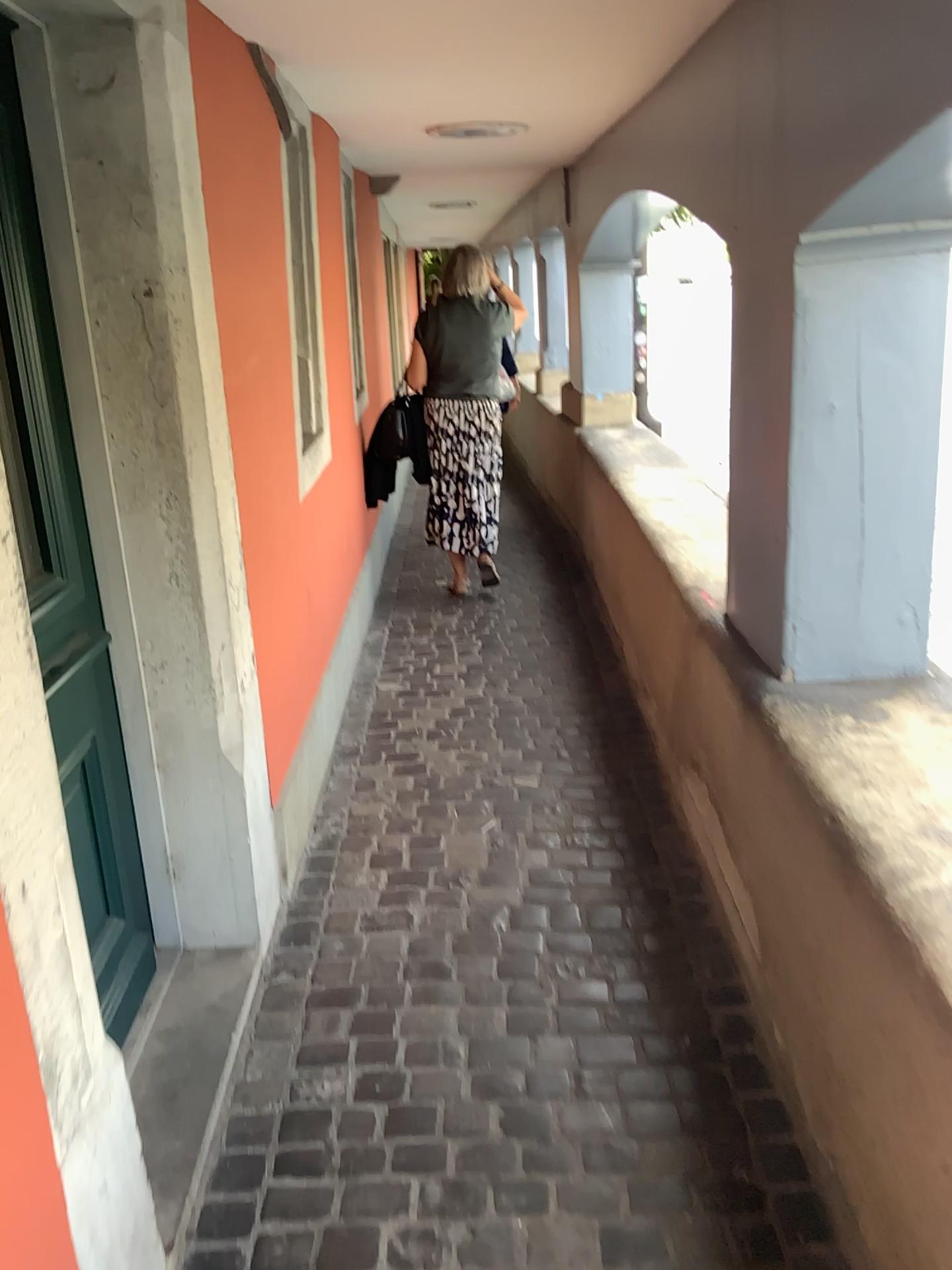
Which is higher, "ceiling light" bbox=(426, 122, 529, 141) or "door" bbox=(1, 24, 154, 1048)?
"ceiling light" bbox=(426, 122, 529, 141)

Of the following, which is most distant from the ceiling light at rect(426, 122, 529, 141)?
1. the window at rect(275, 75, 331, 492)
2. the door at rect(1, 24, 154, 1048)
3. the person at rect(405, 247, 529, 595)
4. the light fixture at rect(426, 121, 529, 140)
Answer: the door at rect(1, 24, 154, 1048)

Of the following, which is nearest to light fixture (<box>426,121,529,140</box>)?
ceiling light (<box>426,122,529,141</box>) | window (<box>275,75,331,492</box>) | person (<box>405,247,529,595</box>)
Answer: ceiling light (<box>426,122,529,141</box>)

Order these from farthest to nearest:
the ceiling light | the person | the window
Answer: the person
the ceiling light
the window

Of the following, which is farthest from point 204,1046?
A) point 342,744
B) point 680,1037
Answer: point 342,744

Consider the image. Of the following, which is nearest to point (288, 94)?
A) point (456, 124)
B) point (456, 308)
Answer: point (456, 124)

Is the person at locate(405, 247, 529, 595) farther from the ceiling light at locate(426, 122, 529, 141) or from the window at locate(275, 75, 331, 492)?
the window at locate(275, 75, 331, 492)

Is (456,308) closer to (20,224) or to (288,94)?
(288,94)

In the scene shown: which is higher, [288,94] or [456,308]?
[288,94]

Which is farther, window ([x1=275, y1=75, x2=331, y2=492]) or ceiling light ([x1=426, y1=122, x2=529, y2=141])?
ceiling light ([x1=426, y1=122, x2=529, y2=141])
